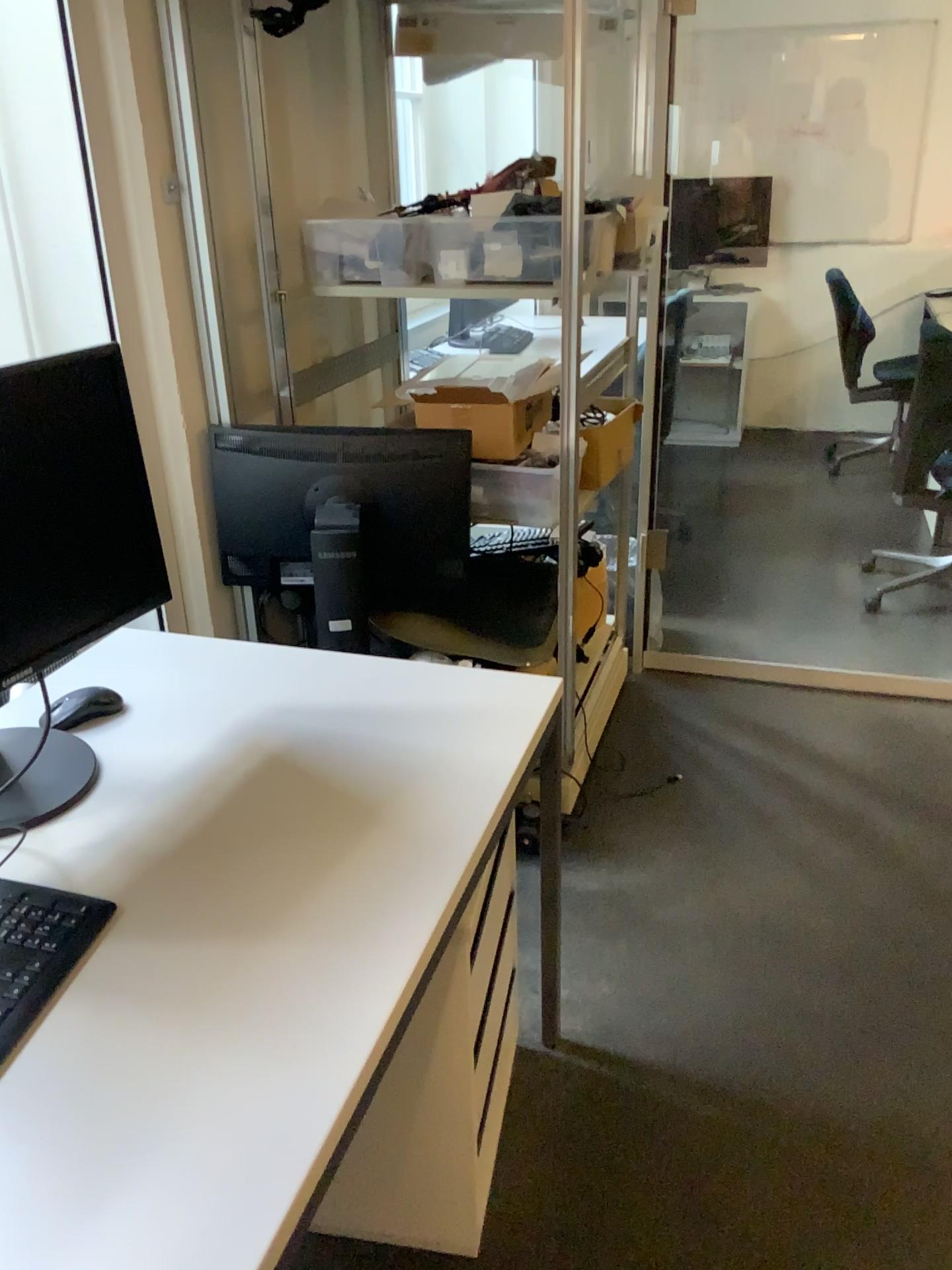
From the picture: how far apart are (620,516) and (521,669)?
0.9m

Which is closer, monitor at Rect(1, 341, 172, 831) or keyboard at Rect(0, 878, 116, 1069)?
keyboard at Rect(0, 878, 116, 1069)

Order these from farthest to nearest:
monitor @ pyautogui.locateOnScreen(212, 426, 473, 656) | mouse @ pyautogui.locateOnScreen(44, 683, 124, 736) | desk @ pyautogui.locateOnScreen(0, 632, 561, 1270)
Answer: monitor @ pyautogui.locateOnScreen(212, 426, 473, 656) → mouse @ pyautogui.locateOnScreen(44, 683, 124, 736) → desk @ pyautogui.locateOnScreen(0, 632, 561, 1270)

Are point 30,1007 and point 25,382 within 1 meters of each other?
yes

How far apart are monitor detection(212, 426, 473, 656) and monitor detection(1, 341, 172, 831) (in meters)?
0.72

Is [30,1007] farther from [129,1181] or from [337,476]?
[337,476]

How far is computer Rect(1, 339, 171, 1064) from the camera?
1.3m

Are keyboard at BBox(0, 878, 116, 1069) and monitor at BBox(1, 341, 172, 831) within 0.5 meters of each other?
yes

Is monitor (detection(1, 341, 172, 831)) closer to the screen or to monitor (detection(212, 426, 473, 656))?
the screen

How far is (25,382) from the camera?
1.3 meters
